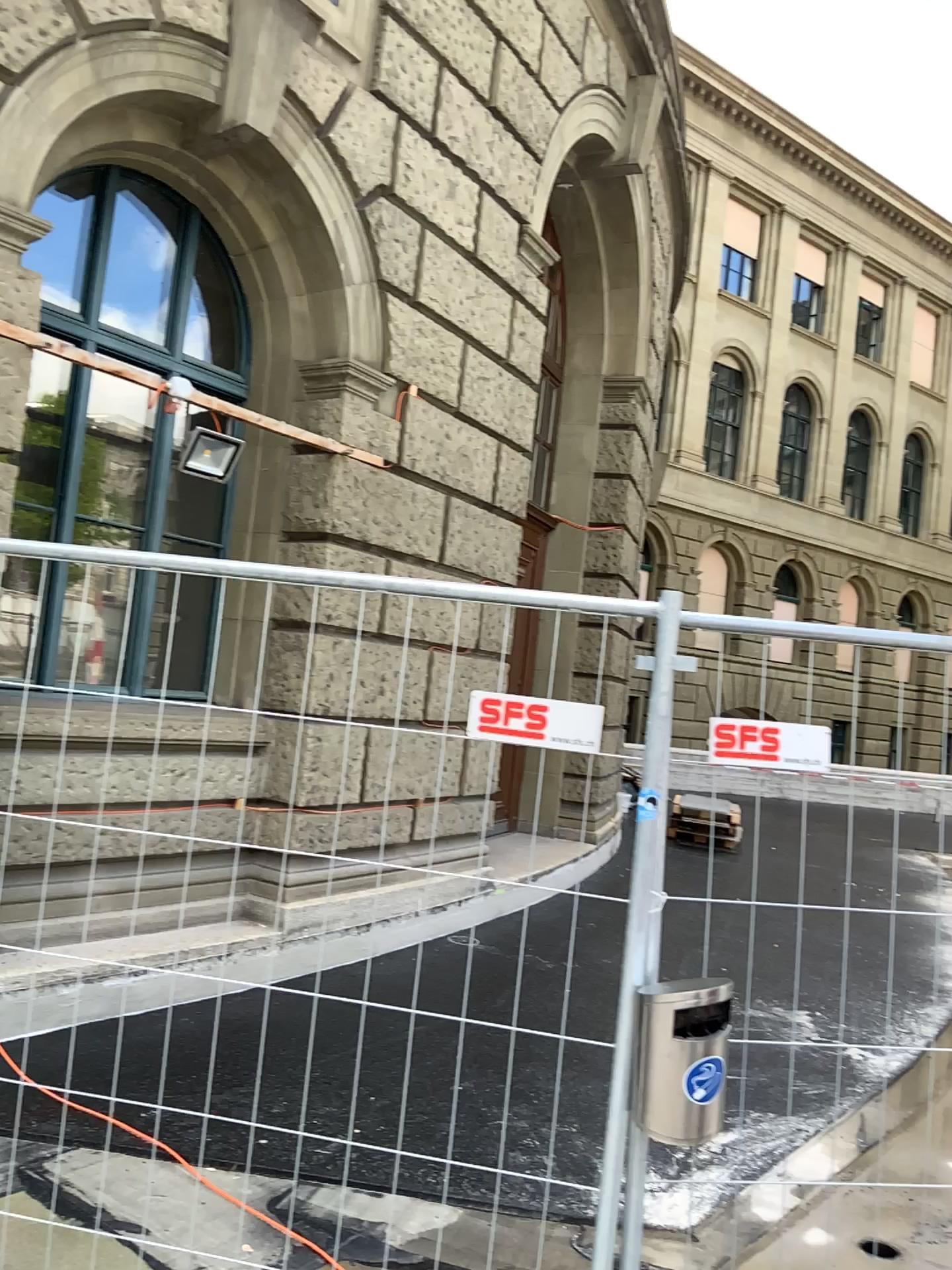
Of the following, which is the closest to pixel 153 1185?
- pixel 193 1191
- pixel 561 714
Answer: pixel 193 1191
